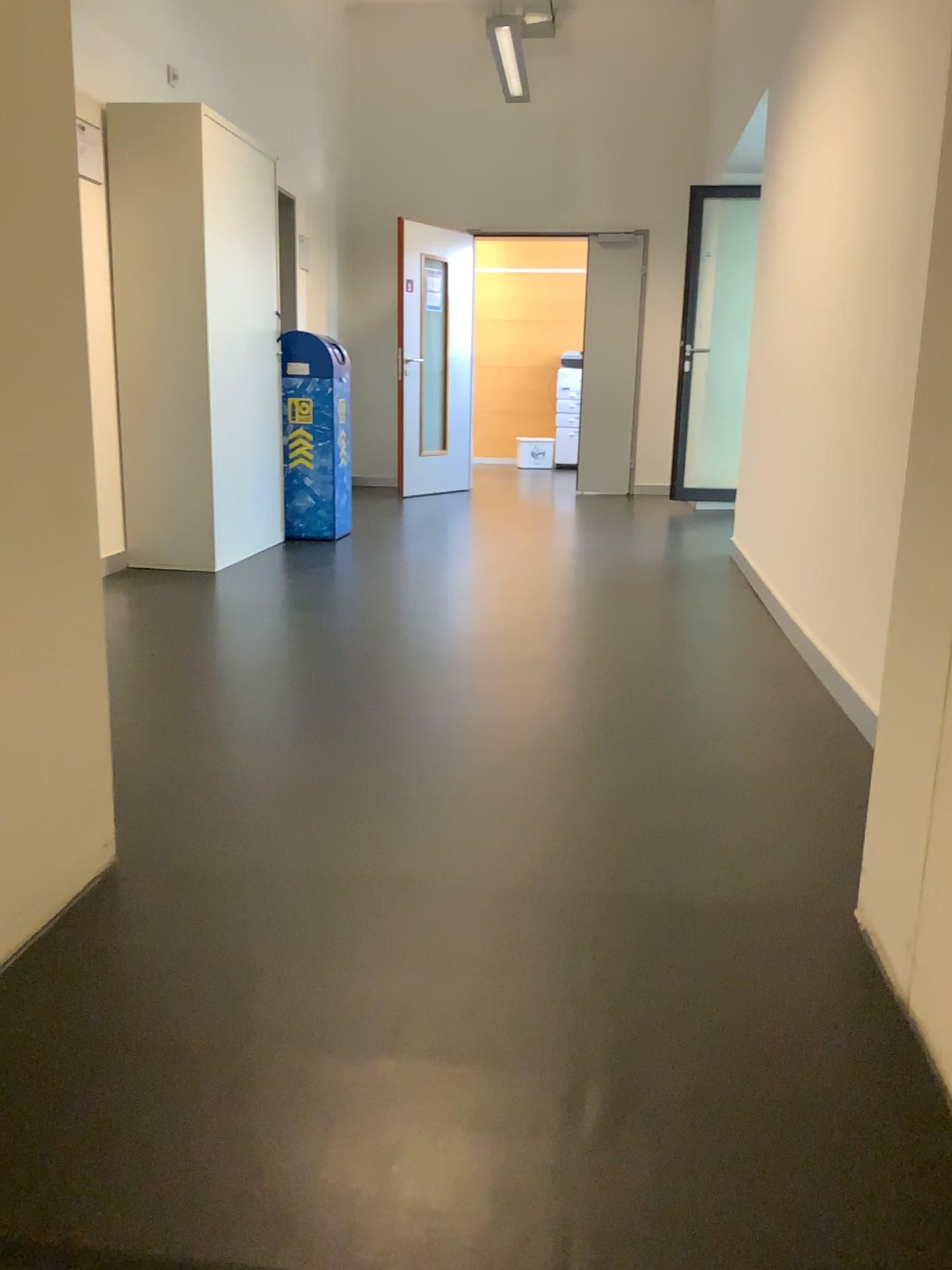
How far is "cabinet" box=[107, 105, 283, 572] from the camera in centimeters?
432cm

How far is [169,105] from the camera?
4.3m

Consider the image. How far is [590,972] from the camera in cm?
148
